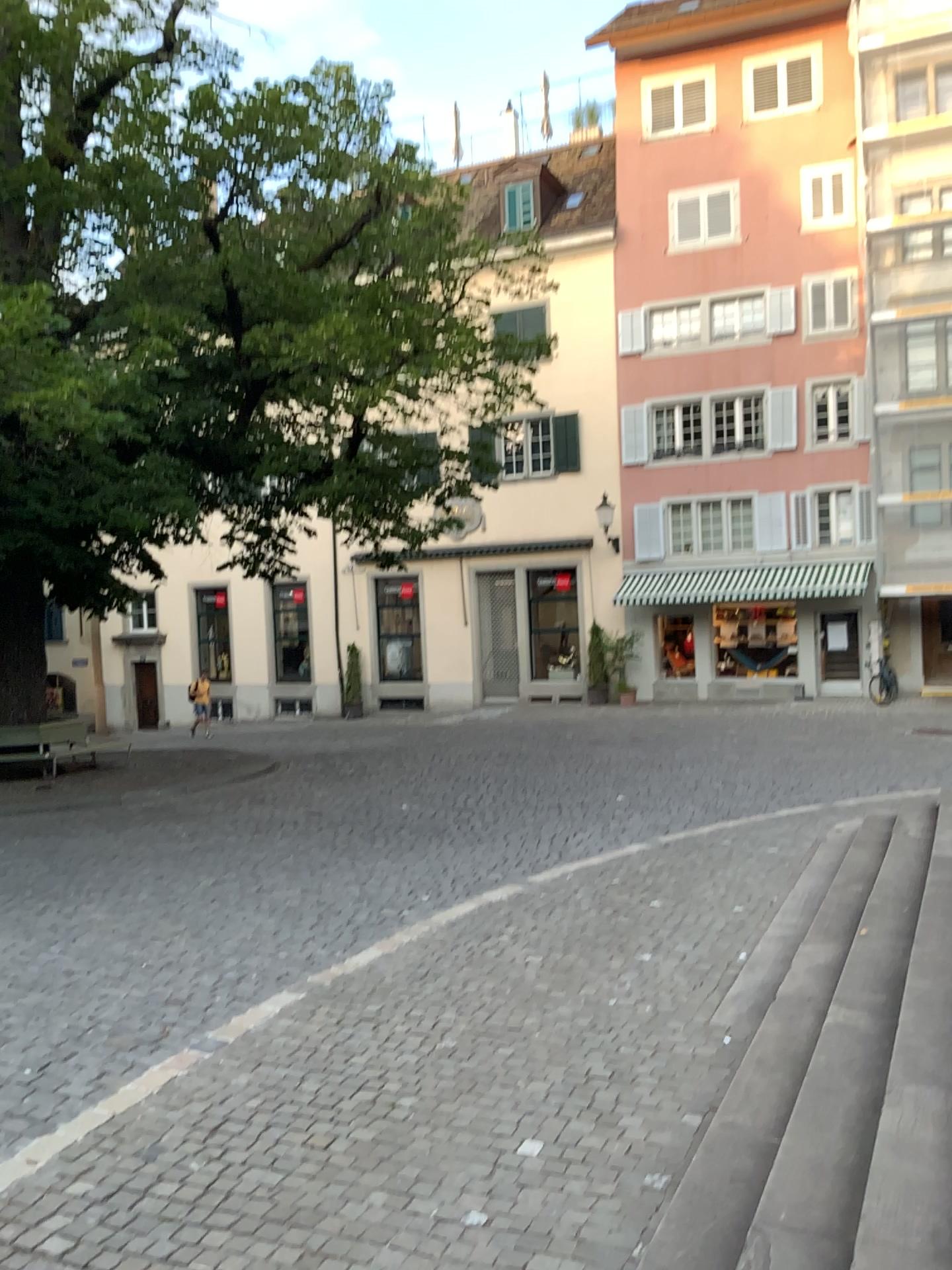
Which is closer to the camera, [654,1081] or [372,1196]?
[372,1196]
